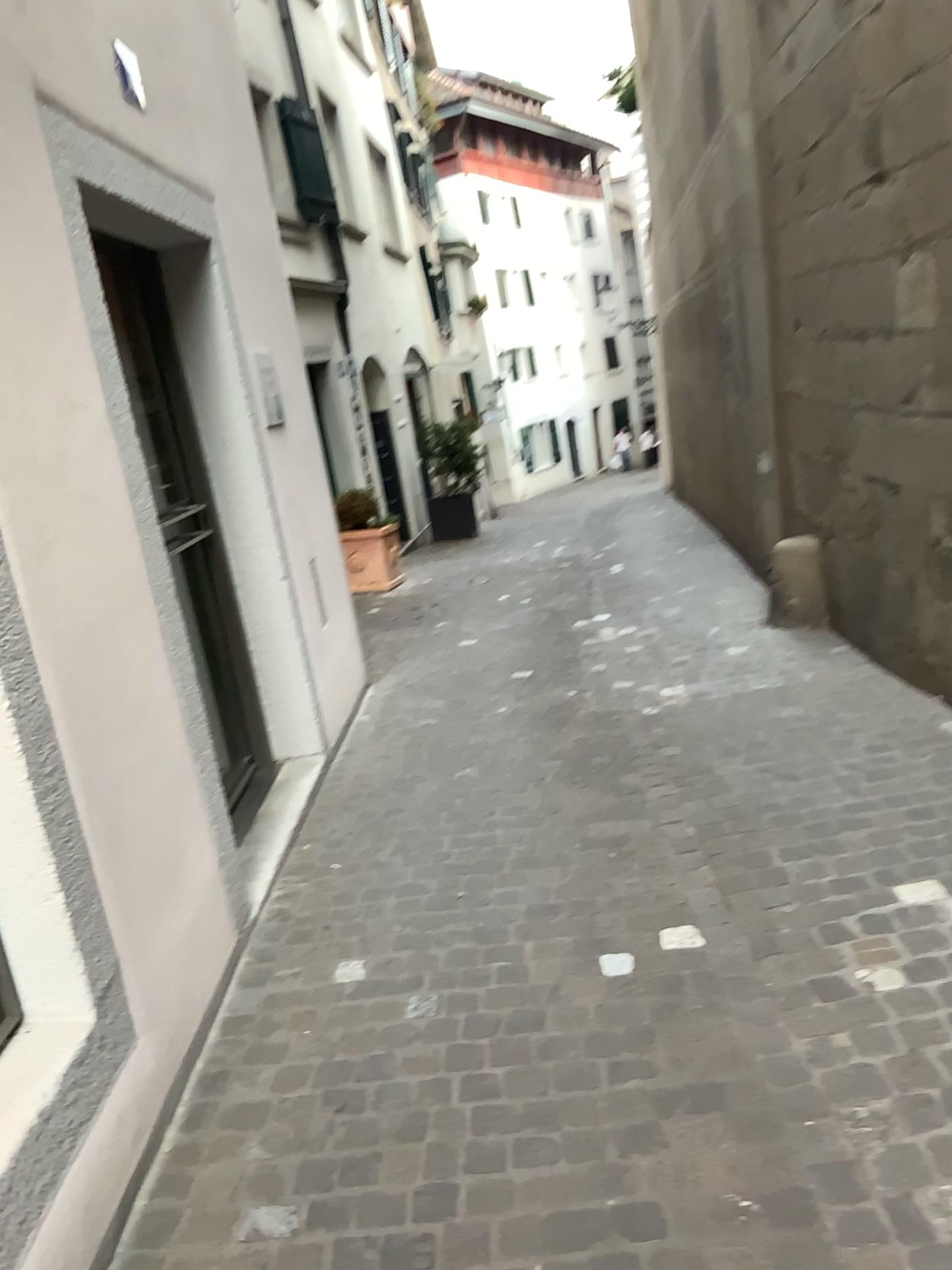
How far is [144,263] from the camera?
4.1 meters

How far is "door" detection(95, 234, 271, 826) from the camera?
4.05m

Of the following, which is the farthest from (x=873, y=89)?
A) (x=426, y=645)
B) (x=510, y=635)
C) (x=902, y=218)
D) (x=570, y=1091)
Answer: (x=570, y=1091)
